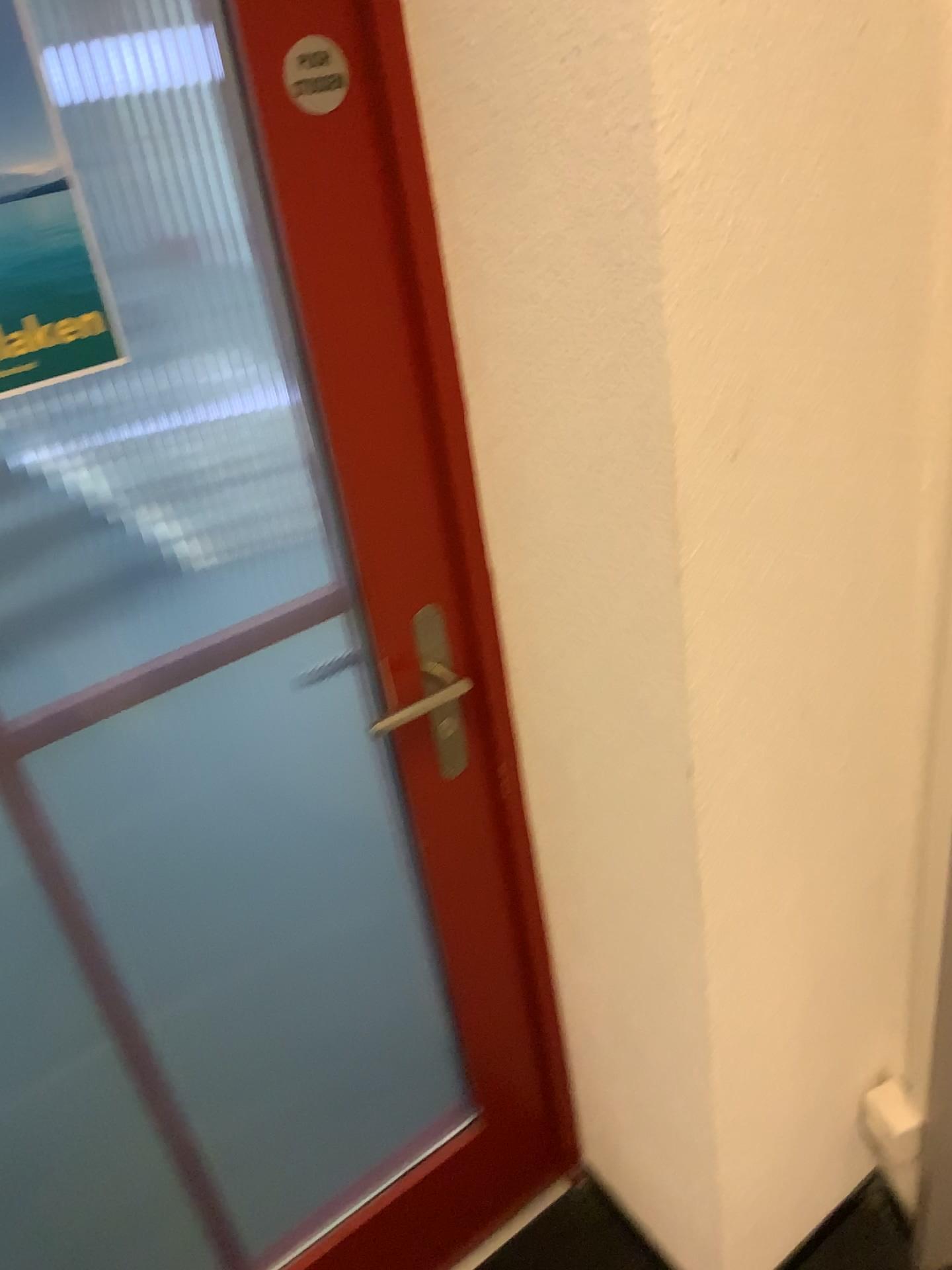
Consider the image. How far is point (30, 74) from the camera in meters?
0.8 m

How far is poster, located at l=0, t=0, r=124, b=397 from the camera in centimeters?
79cm

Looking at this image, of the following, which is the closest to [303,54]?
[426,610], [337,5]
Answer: [337,5]

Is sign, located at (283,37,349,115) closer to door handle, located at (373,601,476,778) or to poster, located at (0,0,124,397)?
poster, located at (0,0,124,397)

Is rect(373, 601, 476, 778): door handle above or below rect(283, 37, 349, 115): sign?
below

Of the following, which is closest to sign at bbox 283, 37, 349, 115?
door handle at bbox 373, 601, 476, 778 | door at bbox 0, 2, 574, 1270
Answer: door at bbox 0, 2, 574, 1270

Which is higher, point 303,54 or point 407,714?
point 303,54

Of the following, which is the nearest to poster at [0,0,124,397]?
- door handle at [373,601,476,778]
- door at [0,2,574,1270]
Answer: door at [0,2,574,1270]

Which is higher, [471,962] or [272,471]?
[272,471]

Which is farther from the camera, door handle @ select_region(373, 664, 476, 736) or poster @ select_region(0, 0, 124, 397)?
door handle @ select_region(373, 664, 476, 736)
